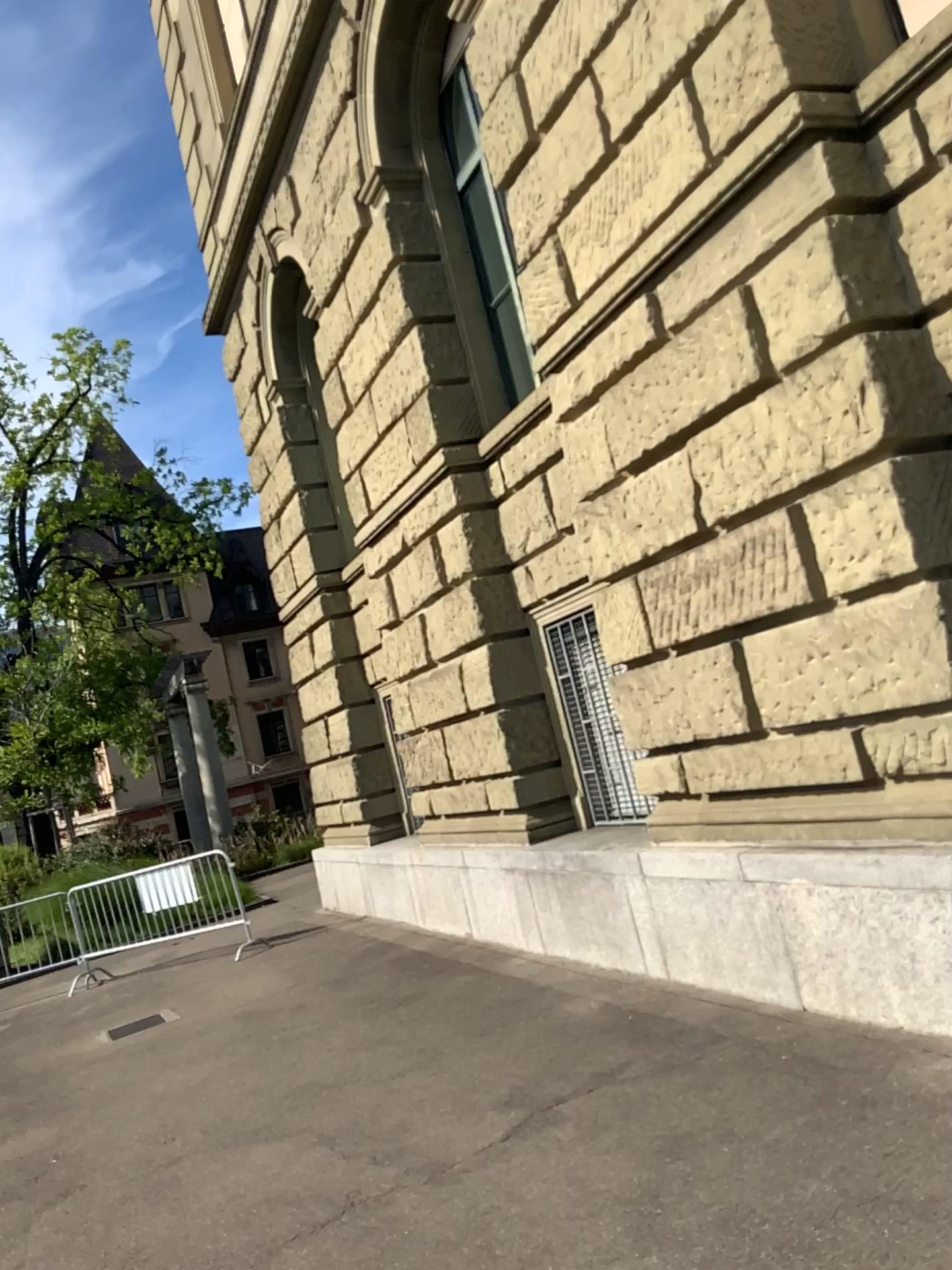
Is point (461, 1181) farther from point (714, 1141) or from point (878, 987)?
point (878, 987)
